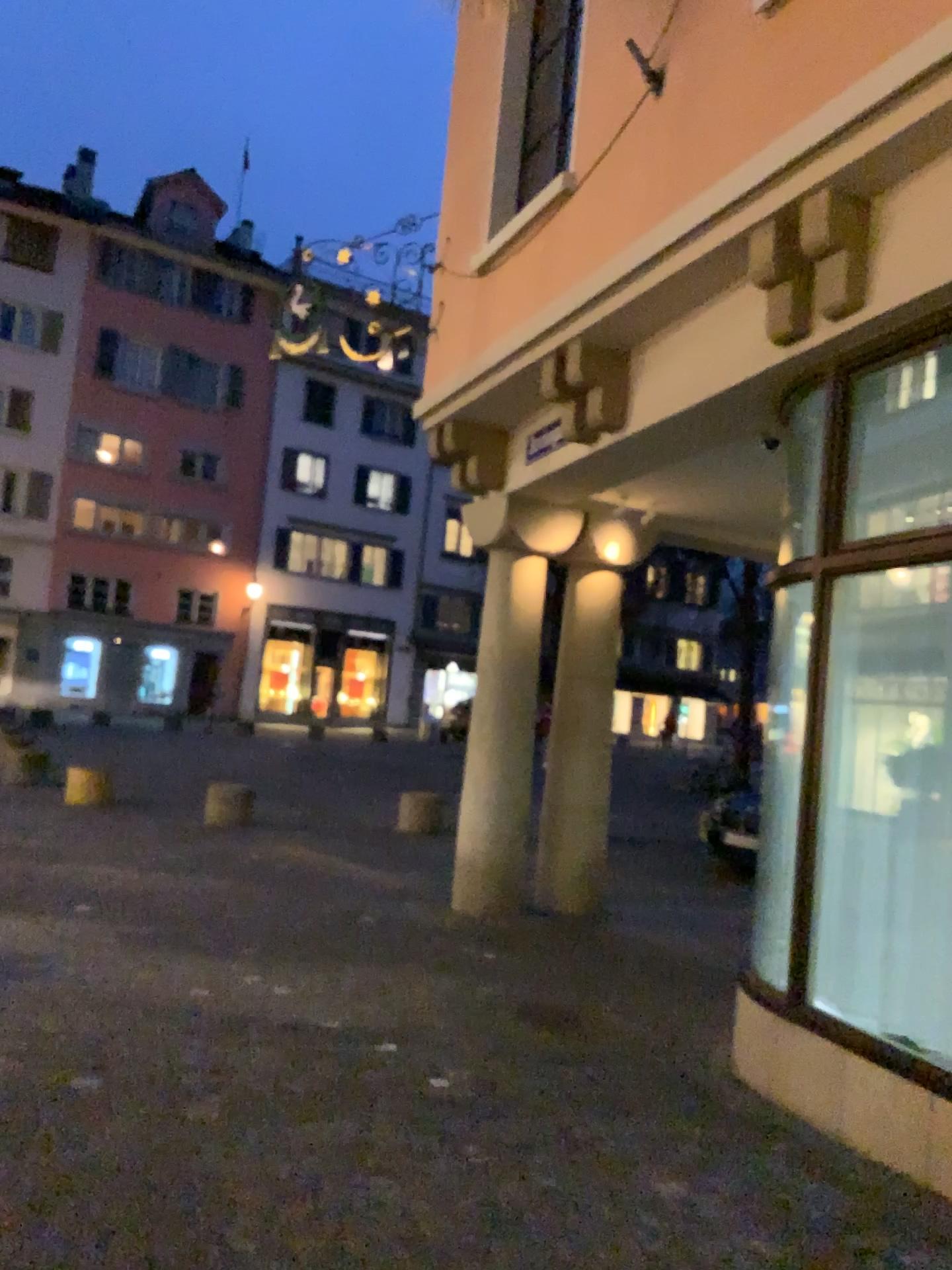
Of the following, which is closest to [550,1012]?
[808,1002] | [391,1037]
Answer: [391,1037]
